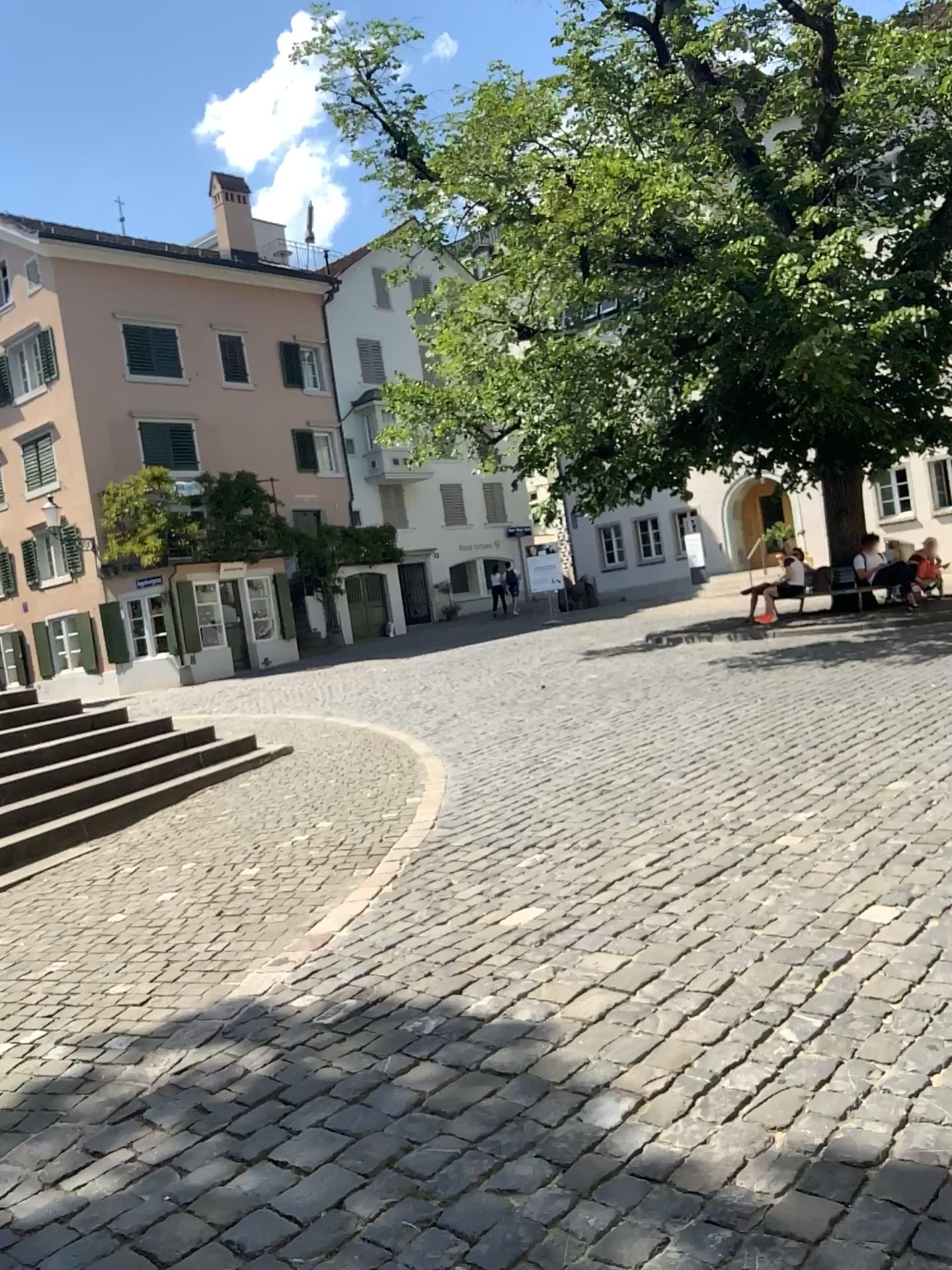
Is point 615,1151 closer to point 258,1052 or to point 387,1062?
point 387,1062
